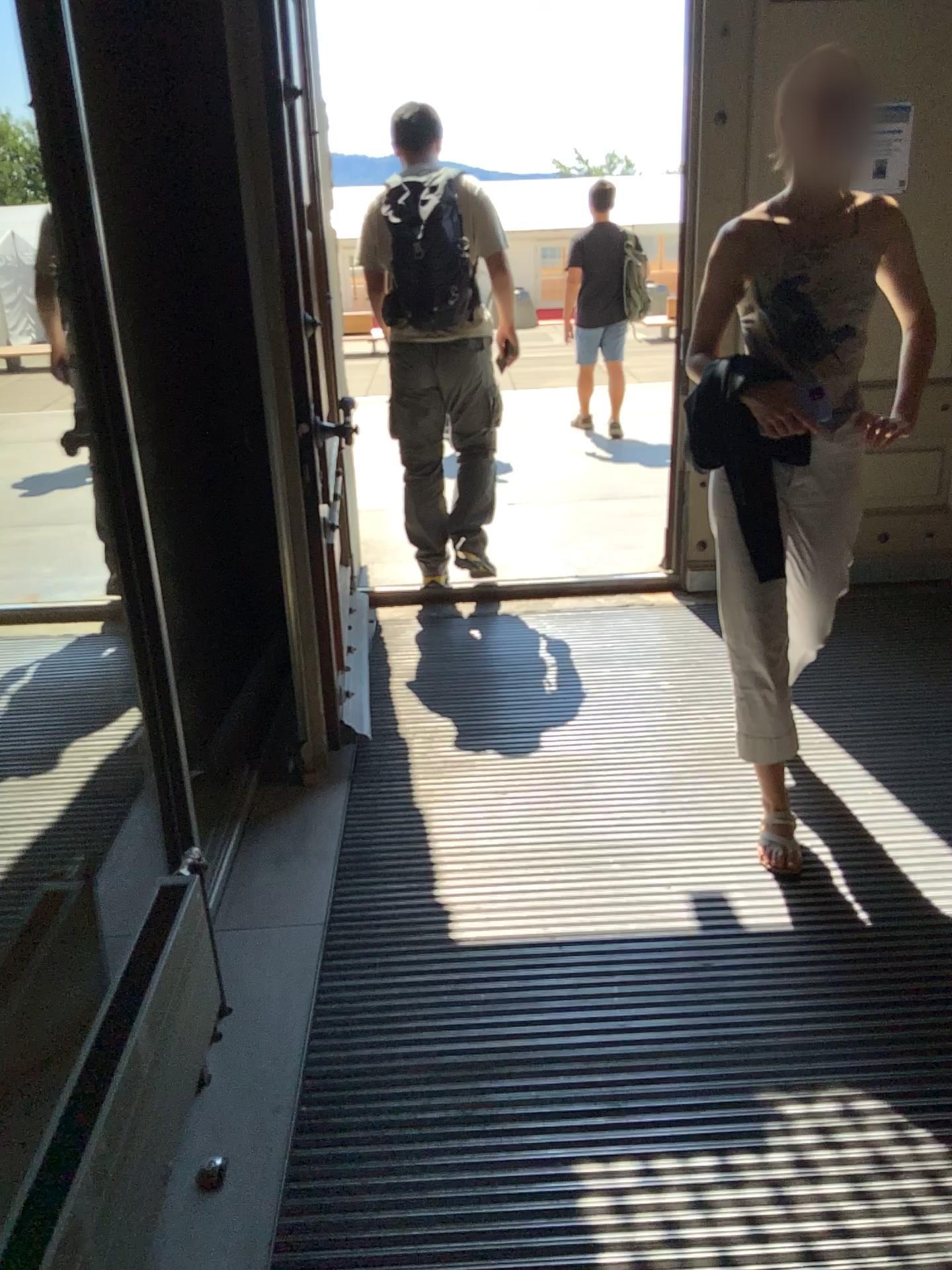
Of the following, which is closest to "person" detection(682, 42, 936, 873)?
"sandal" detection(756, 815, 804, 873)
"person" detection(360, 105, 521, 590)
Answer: "sandal" detection(756, 815, 804, 873)

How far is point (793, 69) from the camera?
2.1m

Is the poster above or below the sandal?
above

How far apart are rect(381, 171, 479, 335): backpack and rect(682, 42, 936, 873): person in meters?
1.6 m

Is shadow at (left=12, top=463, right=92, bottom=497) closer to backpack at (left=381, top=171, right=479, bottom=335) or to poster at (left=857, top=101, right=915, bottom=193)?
backpack at (left=381, top=171, right=479, bottom=335)

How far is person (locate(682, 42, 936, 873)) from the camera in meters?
2.1

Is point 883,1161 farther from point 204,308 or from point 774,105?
point 204,308

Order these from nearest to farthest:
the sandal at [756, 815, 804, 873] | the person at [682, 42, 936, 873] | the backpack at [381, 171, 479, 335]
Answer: the person at [682, 42, 936, 873]
the sandal at [756, 815, 804, 873]
the backpack at [381, 171, 479, 335]

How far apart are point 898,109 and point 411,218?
1.8m

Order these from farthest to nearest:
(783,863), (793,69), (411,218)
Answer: (411,218) < (783,863) < (793,69)
